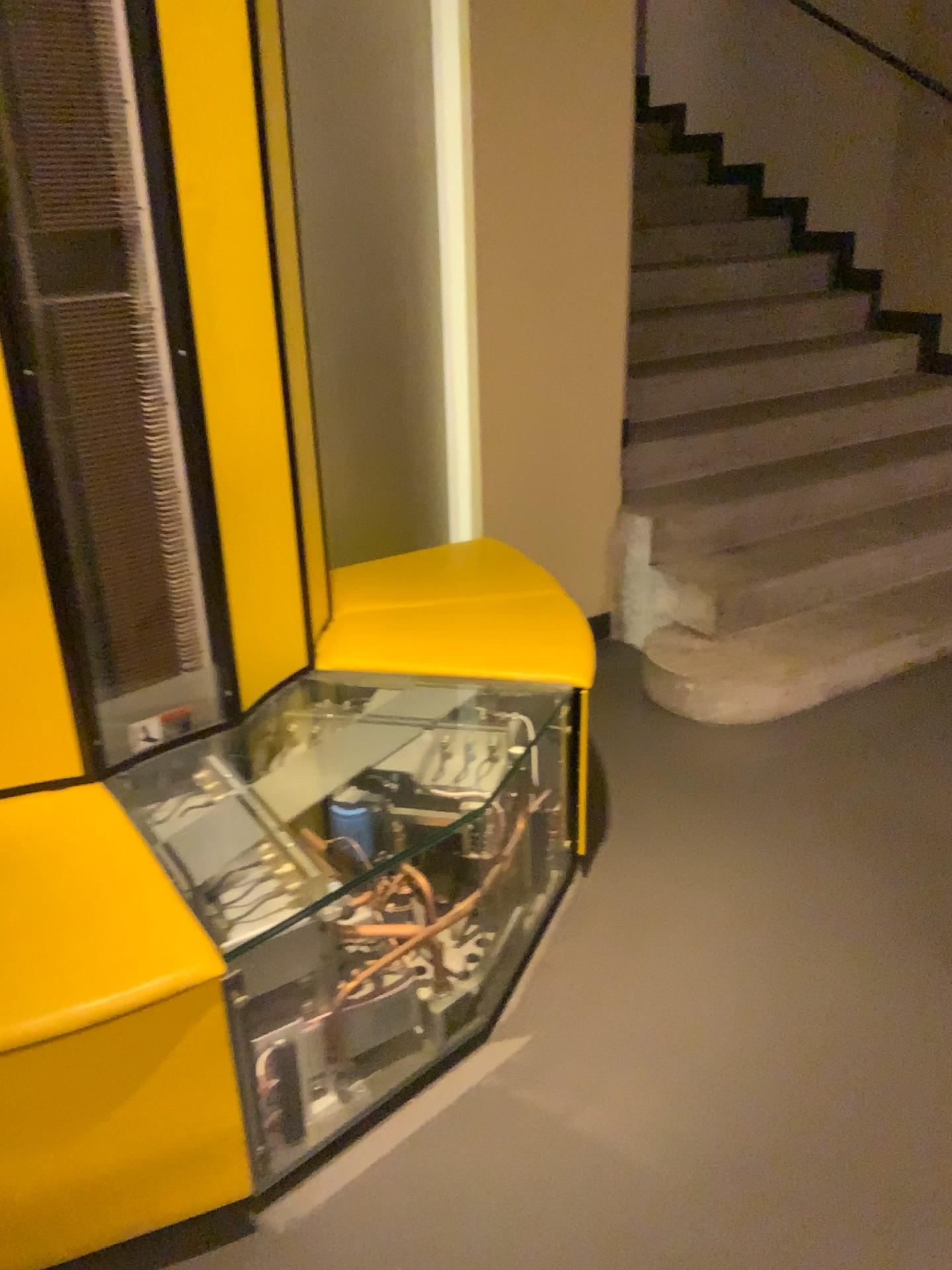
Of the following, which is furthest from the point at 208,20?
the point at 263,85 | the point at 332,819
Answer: the point at 332,819

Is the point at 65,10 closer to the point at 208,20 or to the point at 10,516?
the point at 208,20

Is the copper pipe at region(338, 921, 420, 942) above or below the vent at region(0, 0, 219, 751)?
below

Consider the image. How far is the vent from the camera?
1.5 meters

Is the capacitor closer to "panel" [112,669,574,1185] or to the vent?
"panel" [112,669,574,1185]

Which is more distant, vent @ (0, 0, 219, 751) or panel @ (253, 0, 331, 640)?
panel @ (253, 0, 331, 640)

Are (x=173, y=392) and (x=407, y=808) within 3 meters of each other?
yes

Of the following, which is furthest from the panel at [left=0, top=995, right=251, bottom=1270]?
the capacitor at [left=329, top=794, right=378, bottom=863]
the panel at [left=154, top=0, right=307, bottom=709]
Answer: the panel at [left=154, top=0, right=307, bottom=709]

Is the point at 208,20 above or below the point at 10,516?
above

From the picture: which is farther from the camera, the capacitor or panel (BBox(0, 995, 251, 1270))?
the capacitor
